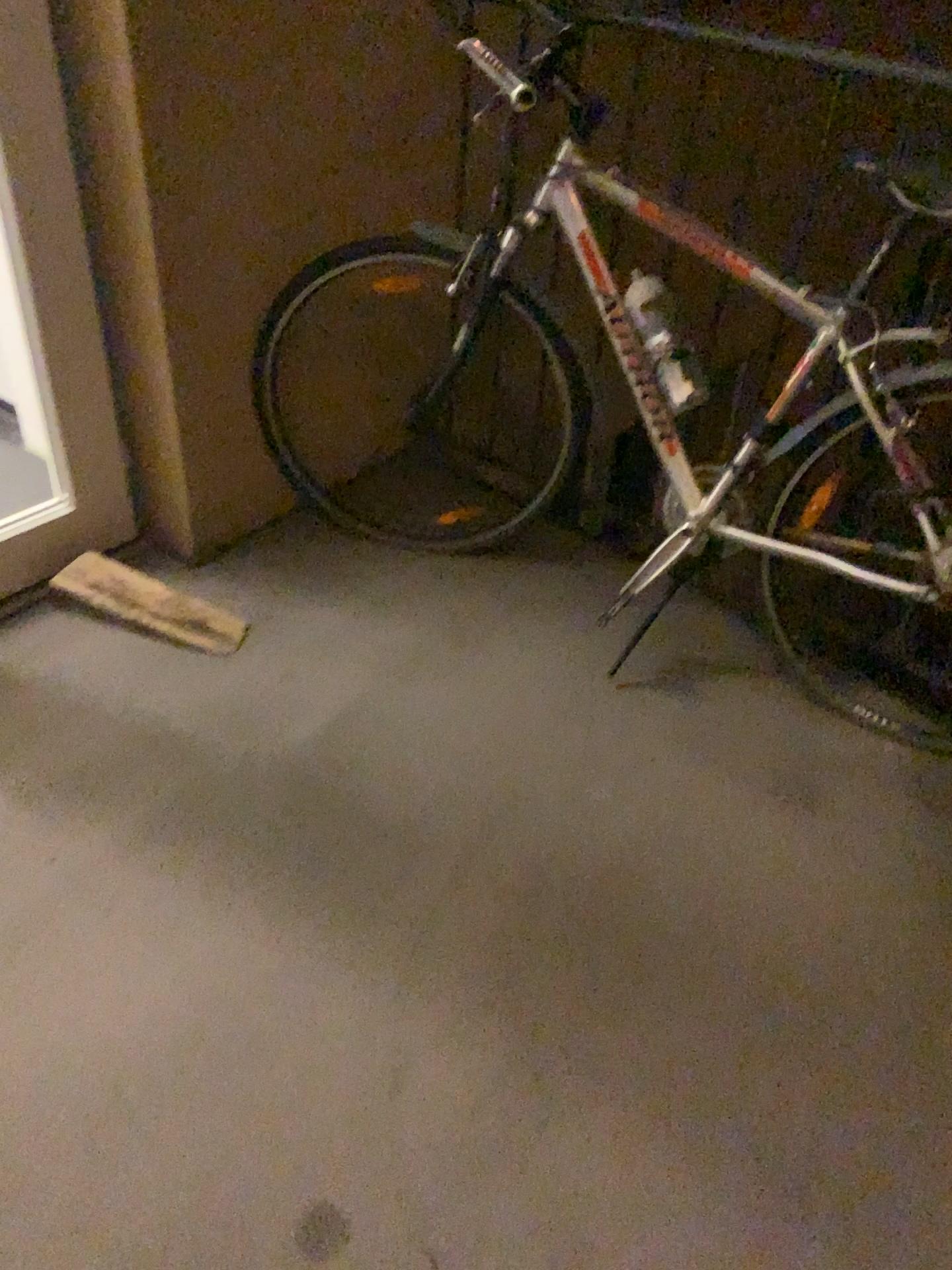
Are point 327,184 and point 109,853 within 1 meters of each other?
no

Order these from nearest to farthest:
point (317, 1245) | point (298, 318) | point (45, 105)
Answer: point (317, 1245) < point (45, 105) < point (298, 318)

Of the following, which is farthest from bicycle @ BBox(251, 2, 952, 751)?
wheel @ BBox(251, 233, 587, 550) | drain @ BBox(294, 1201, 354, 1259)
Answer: drain @ BBox(294, 1201, 354, 1259)

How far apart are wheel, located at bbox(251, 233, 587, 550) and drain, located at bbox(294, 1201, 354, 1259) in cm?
140

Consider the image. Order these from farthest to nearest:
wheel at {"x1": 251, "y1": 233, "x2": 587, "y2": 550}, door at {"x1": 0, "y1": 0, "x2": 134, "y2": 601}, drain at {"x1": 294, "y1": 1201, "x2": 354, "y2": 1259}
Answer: wheel at {"x1": 251, "y1": 233, "x2": 587, "y2": 550}
door at {"x1": 0, "y1": 0, "x2": 134, "y2": 601}
drain at {"x1": 294, "y1": 1201, "x2": 354, "y2": 1259}

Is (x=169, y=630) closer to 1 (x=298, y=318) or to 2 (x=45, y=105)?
1 (x=298, y=318)

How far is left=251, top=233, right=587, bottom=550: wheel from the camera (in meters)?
2.21

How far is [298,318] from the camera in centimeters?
221cm

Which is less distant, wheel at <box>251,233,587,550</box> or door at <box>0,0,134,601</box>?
door at <box>0,0,134,601</box>

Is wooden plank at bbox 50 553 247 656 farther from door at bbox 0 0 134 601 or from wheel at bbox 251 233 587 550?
wheel at bbox 251 233 587 550
